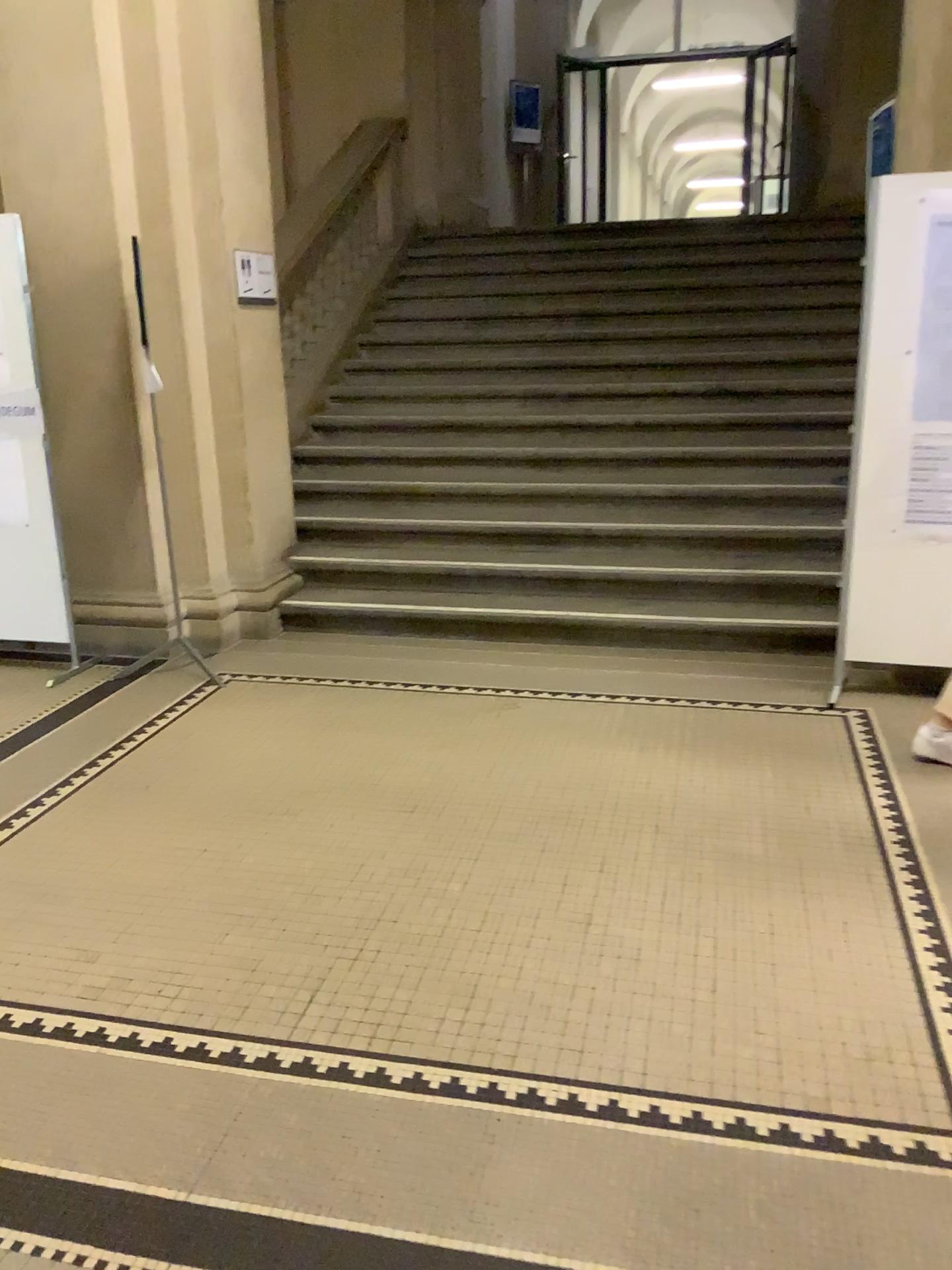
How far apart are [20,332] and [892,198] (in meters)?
3.50

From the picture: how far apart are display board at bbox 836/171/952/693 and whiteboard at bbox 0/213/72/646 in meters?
3.4 m

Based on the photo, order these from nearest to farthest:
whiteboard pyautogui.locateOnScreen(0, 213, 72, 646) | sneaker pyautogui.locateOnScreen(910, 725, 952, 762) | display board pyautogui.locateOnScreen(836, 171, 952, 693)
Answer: sneaker pyautogui.locateOnScreen(910, 725, 952, 762) → display board pyautogui.locateOnScreen(836, 171, 952, 693) → whiteboard pyautogui.locateOnScreen(0, 213, 72, 646)

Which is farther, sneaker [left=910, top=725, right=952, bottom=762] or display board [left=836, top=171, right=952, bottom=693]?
display board [left=836, top=171, right=952, bottom=693]

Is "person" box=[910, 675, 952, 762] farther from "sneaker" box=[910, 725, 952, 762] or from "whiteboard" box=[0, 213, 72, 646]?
"whiteboard" box=[0, 213, 72, 646]

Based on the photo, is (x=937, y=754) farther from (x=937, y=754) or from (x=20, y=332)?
(x=20, y=332)

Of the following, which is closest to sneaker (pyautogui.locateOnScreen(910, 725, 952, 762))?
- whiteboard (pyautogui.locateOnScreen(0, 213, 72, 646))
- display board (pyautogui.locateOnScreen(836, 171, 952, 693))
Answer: display board (pyautogui.locateOnScreen(836, 171, 952, 693))

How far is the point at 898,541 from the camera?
4.1m

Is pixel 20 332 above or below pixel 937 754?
above

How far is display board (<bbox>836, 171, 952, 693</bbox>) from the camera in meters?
3.8 m
